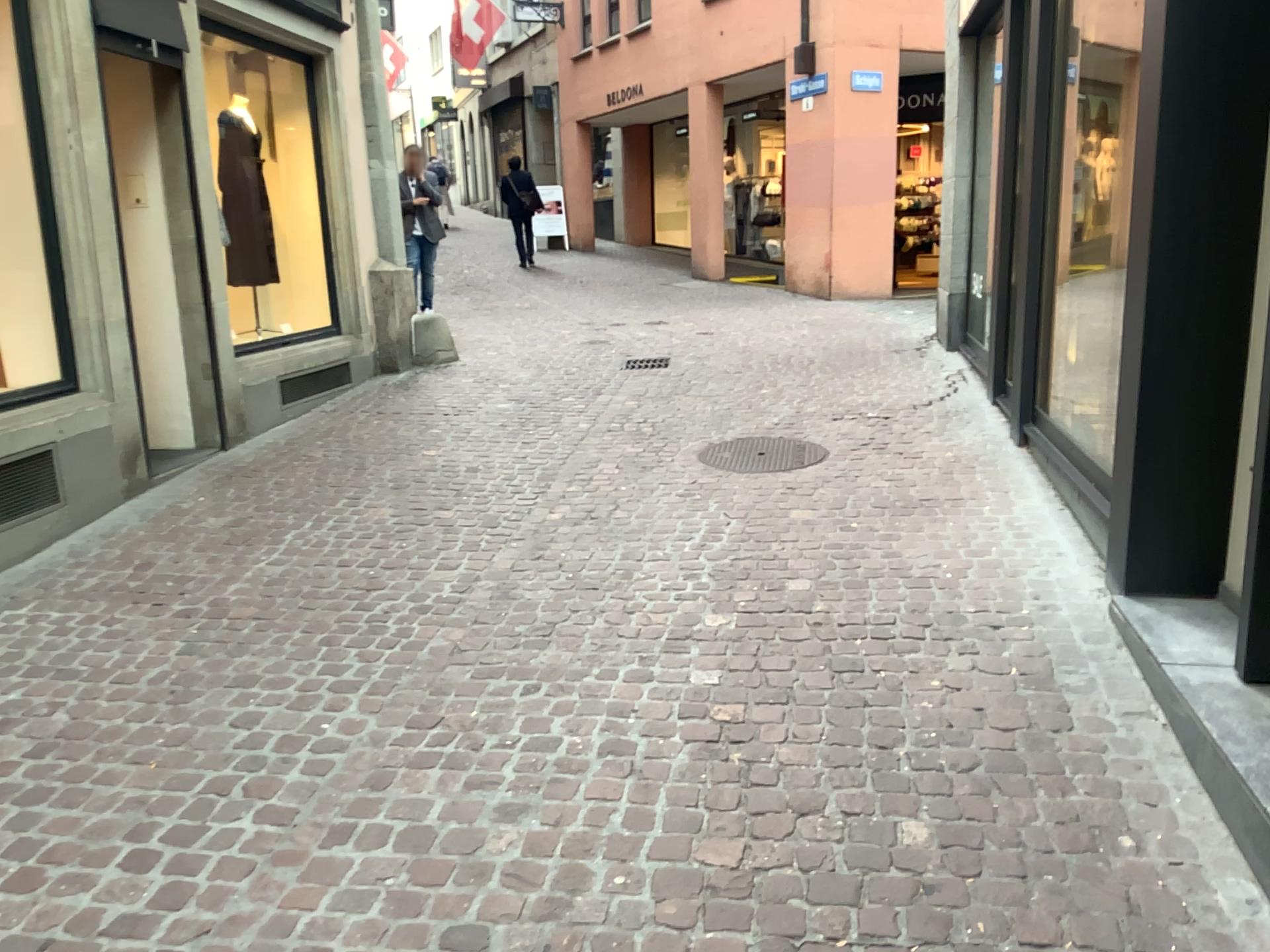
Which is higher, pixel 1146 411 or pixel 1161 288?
pixel 1161 288
